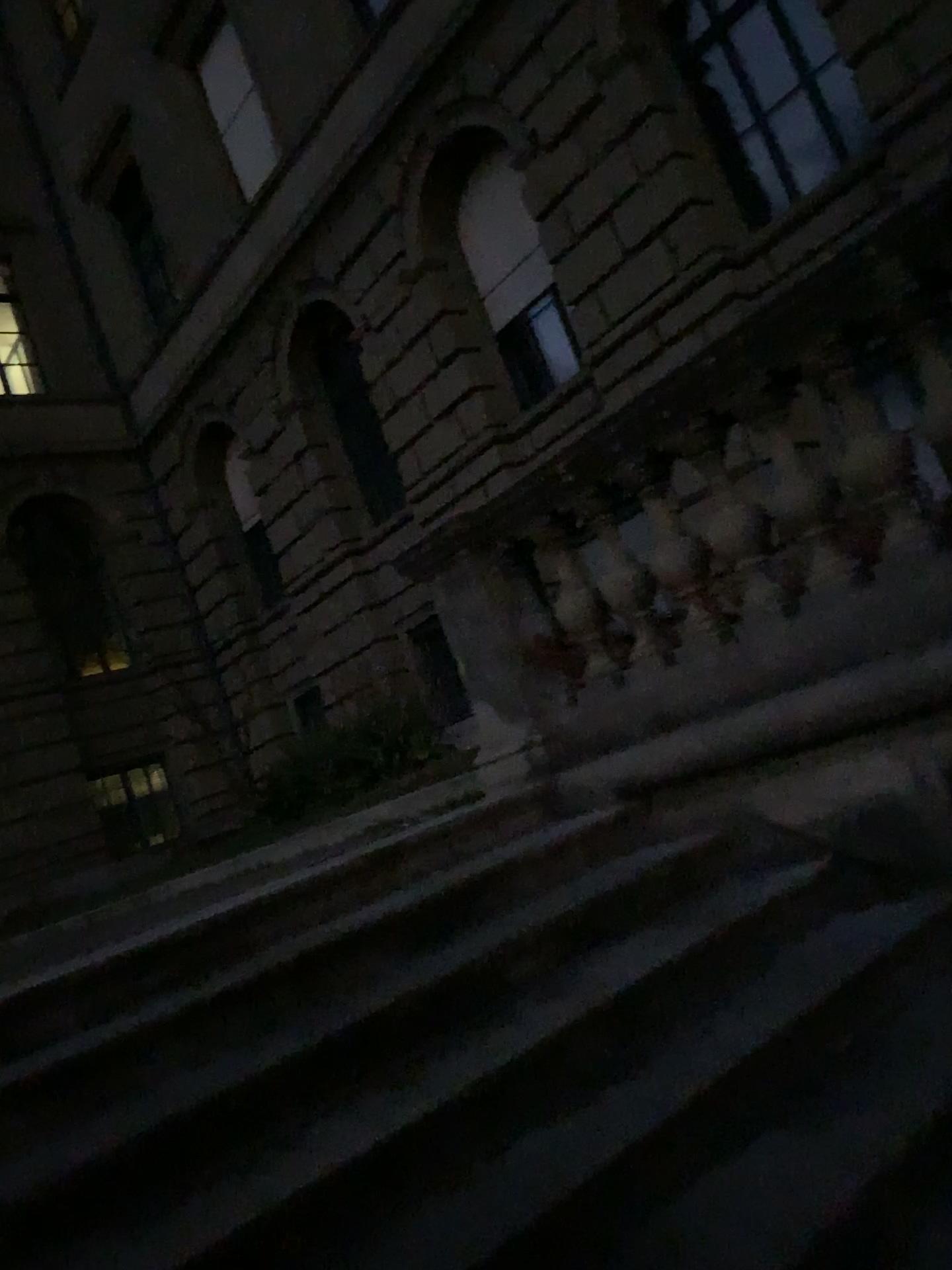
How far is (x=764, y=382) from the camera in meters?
3.1
